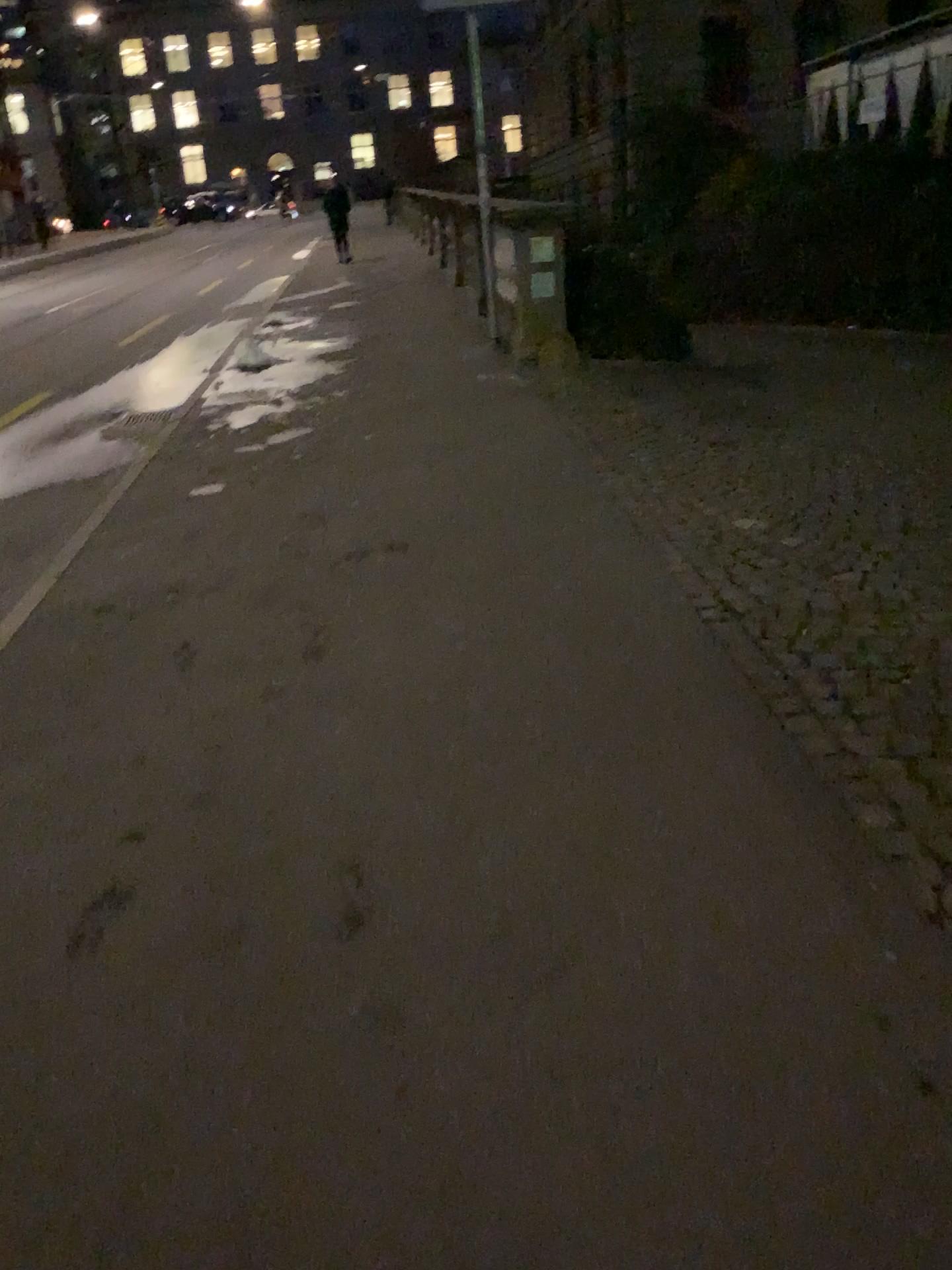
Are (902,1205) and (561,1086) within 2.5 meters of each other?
yes
